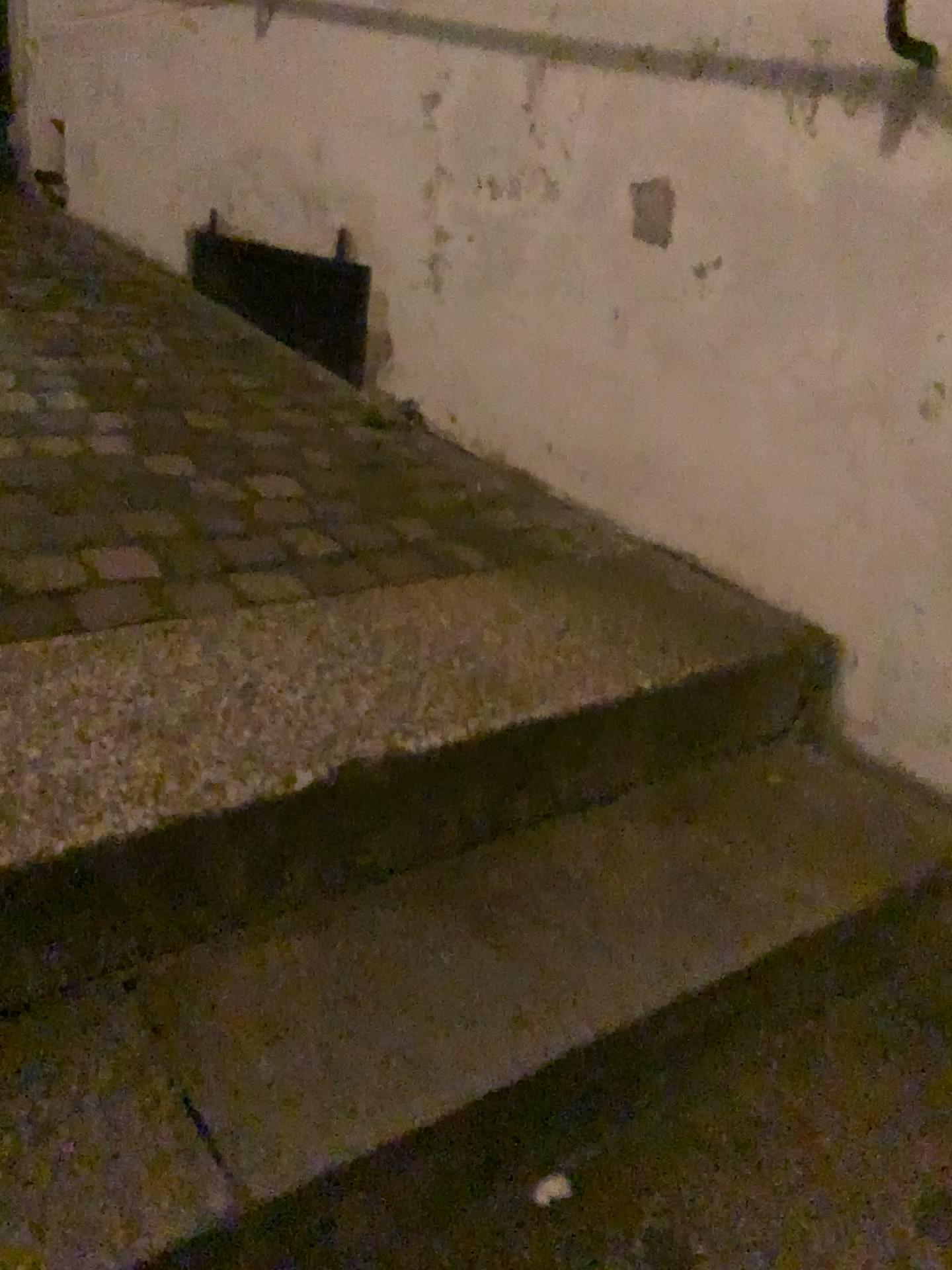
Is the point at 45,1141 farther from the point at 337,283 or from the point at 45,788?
the point at 337,283

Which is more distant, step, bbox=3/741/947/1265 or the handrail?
the handrail

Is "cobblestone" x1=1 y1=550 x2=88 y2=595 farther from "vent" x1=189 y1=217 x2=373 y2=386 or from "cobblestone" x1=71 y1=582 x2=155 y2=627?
"vent" x1=189 y1=217 x2=373 y2=386

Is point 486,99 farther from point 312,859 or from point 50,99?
point 50,99

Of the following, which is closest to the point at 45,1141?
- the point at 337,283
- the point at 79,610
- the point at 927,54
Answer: the point at 79,610

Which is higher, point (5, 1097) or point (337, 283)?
point (337, 283)

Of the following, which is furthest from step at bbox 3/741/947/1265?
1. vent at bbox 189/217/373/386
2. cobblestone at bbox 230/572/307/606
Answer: vent at bbox 189/217/373/386

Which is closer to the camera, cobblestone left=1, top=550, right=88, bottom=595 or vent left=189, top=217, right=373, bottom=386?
cobblestone left=1, top=550, right=88, bottom=595

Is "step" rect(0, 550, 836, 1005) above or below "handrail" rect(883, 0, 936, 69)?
below

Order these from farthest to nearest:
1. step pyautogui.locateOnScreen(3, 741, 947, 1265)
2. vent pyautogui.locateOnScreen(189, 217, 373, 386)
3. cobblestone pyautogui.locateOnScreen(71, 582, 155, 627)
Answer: vent pyautogui.locateOnScreen(189, 217, 373, 386) → cobblestone pyautogui.locateOnScreen(71, 582, 155, 627) → step pyautogui.locateOnScreen(3, 741, 947, 1265)
